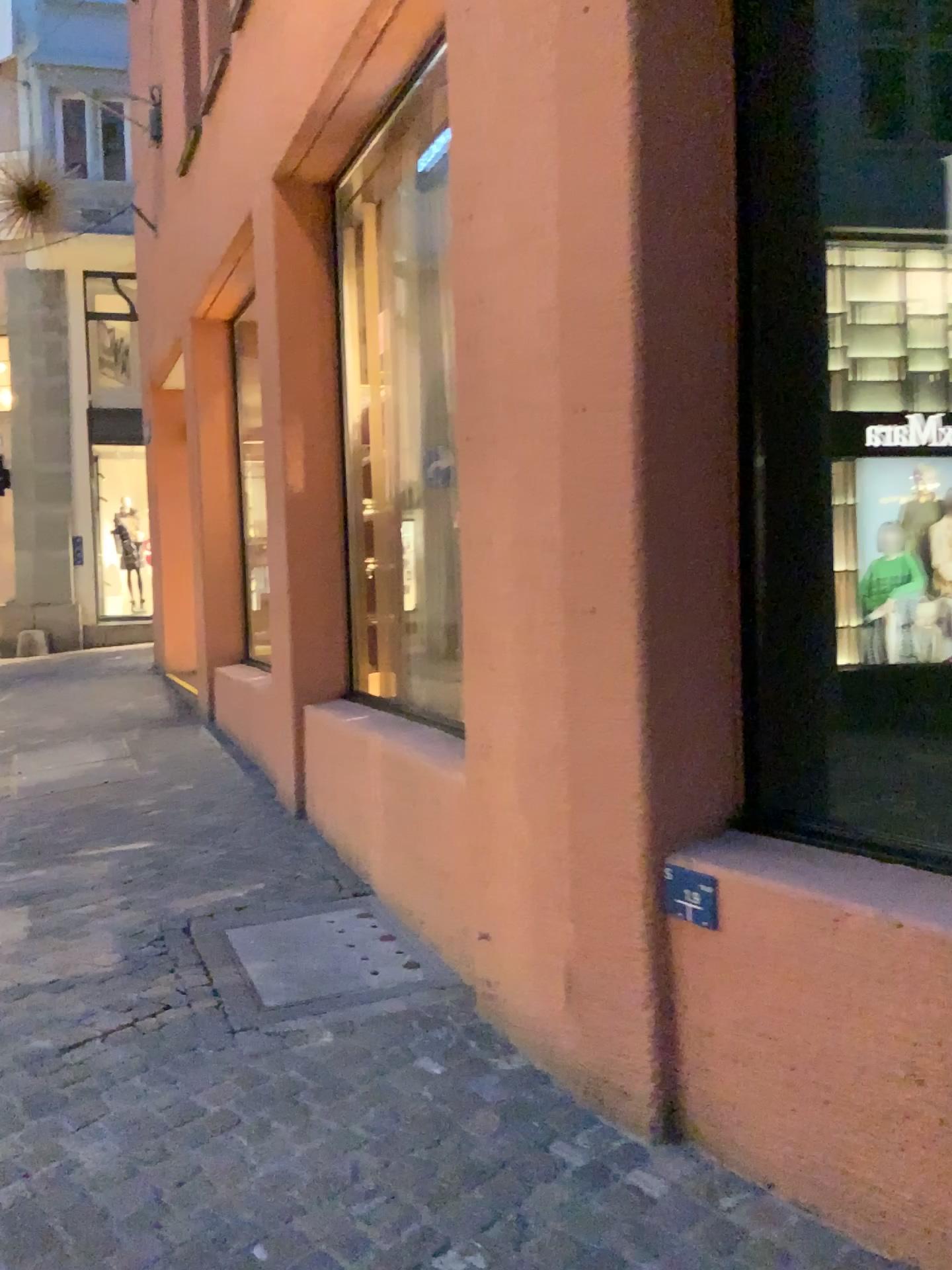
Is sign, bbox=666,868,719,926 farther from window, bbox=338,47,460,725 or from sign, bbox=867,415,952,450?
window, bbox=338,47,460,725

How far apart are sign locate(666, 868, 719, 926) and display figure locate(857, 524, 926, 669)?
0.59m

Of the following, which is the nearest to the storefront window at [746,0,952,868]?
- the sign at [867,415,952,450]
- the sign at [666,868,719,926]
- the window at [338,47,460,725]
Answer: the sign at [867,415,952,450]

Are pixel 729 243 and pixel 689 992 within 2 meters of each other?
yes

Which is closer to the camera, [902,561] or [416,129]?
[902,561]

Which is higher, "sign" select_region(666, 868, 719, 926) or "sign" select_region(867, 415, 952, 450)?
"sign" select_region(867, 415, 952, 450)

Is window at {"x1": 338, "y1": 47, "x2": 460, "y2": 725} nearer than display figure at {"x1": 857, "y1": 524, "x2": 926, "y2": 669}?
No

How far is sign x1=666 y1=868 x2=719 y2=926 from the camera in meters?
2.2 m

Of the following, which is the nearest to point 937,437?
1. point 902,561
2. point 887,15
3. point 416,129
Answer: point 902,561

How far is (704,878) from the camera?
2.2 meters
